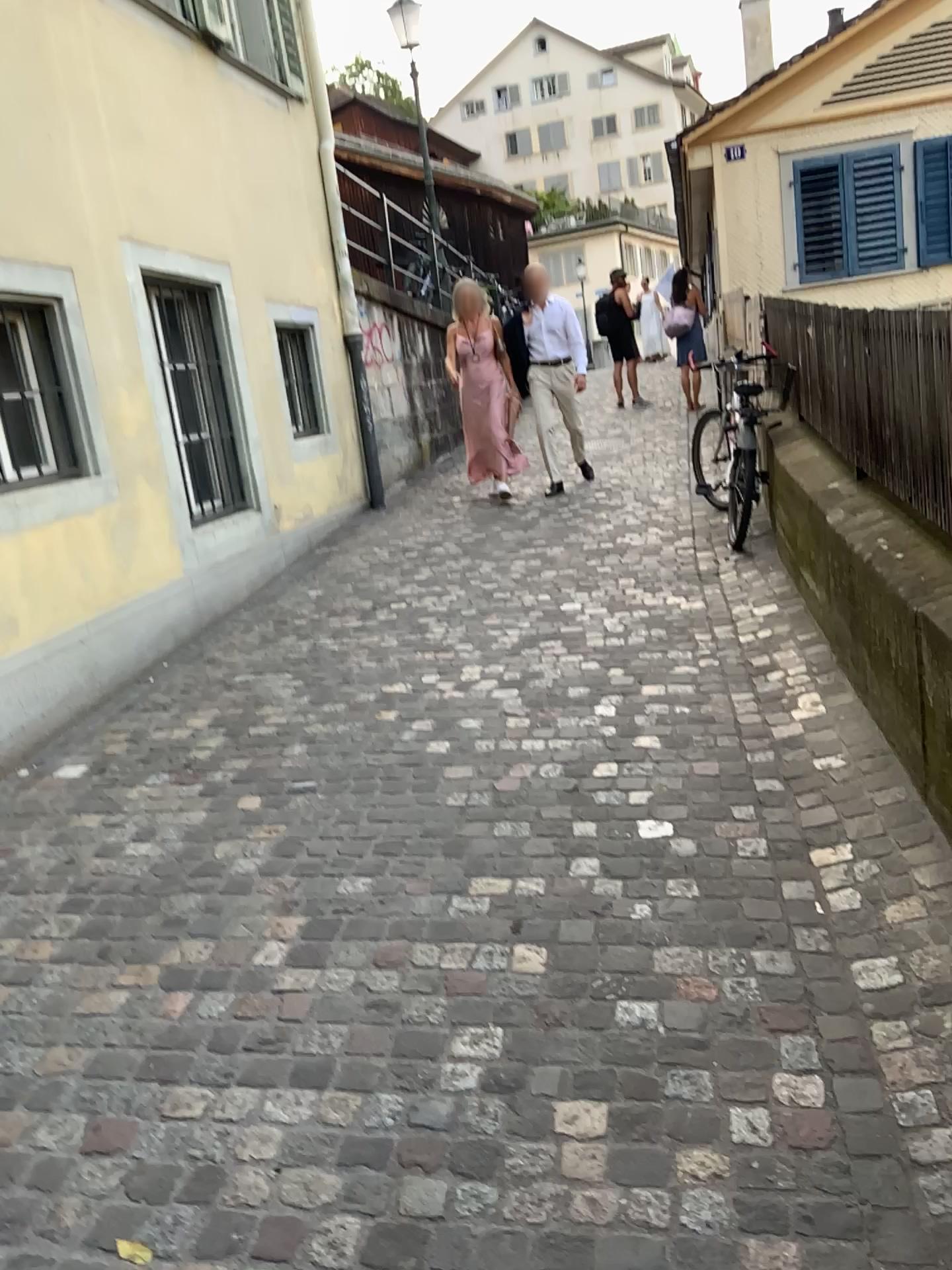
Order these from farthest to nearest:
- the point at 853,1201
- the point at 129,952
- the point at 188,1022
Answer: the point at 129,952 < the point at 188,1022 < the point at 853,1201
